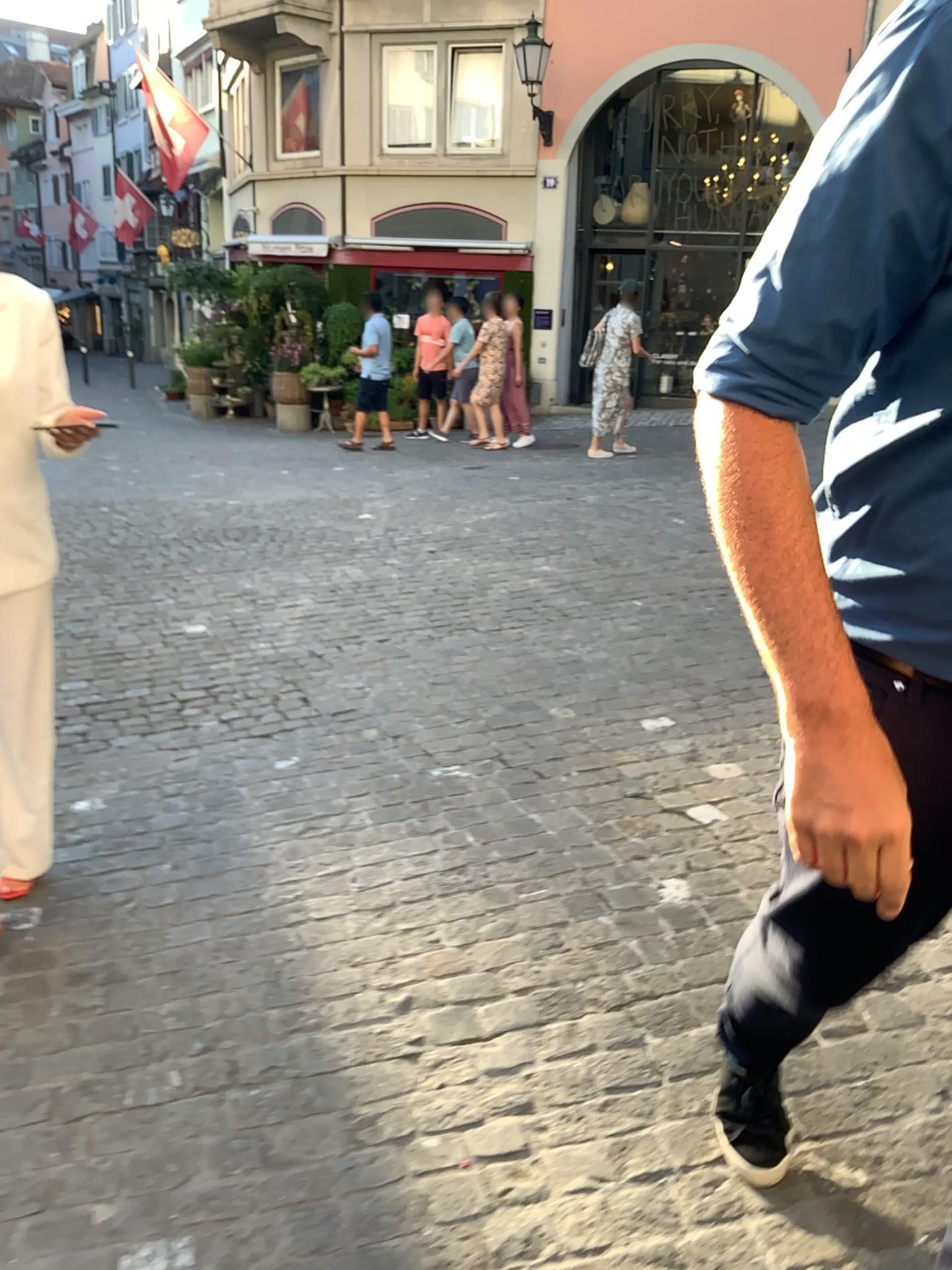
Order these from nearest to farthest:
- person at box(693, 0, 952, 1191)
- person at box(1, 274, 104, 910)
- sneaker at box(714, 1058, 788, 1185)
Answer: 1. person at box(693, 0, 952, 1191)
2. sneaker at box(714, 1058, 788, 1185)
3. person at box(1, 274, 104, 910)

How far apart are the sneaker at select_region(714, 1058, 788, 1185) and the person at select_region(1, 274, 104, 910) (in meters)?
1.57

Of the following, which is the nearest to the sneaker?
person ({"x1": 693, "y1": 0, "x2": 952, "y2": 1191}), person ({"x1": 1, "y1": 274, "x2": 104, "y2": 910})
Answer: person ({"x1": 693, "y1": 0, "x2": 952, "y2": 1191})

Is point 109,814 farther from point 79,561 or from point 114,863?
point 79,561

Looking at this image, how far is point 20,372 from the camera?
2.3 meters

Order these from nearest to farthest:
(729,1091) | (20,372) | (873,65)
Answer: (873,65) → (729,1091) → (20,372)

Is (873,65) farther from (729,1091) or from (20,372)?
(20,372)

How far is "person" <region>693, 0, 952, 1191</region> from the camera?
0.8 meters

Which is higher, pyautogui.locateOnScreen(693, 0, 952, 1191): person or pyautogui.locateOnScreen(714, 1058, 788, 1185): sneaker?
pyautogui.locateOnScreen(693, 0, 952, 1191): person

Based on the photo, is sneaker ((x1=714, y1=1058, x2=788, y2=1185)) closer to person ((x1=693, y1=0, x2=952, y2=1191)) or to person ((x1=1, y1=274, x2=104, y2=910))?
person ((x1=693, y1=0, x2=952, y2=1191))
